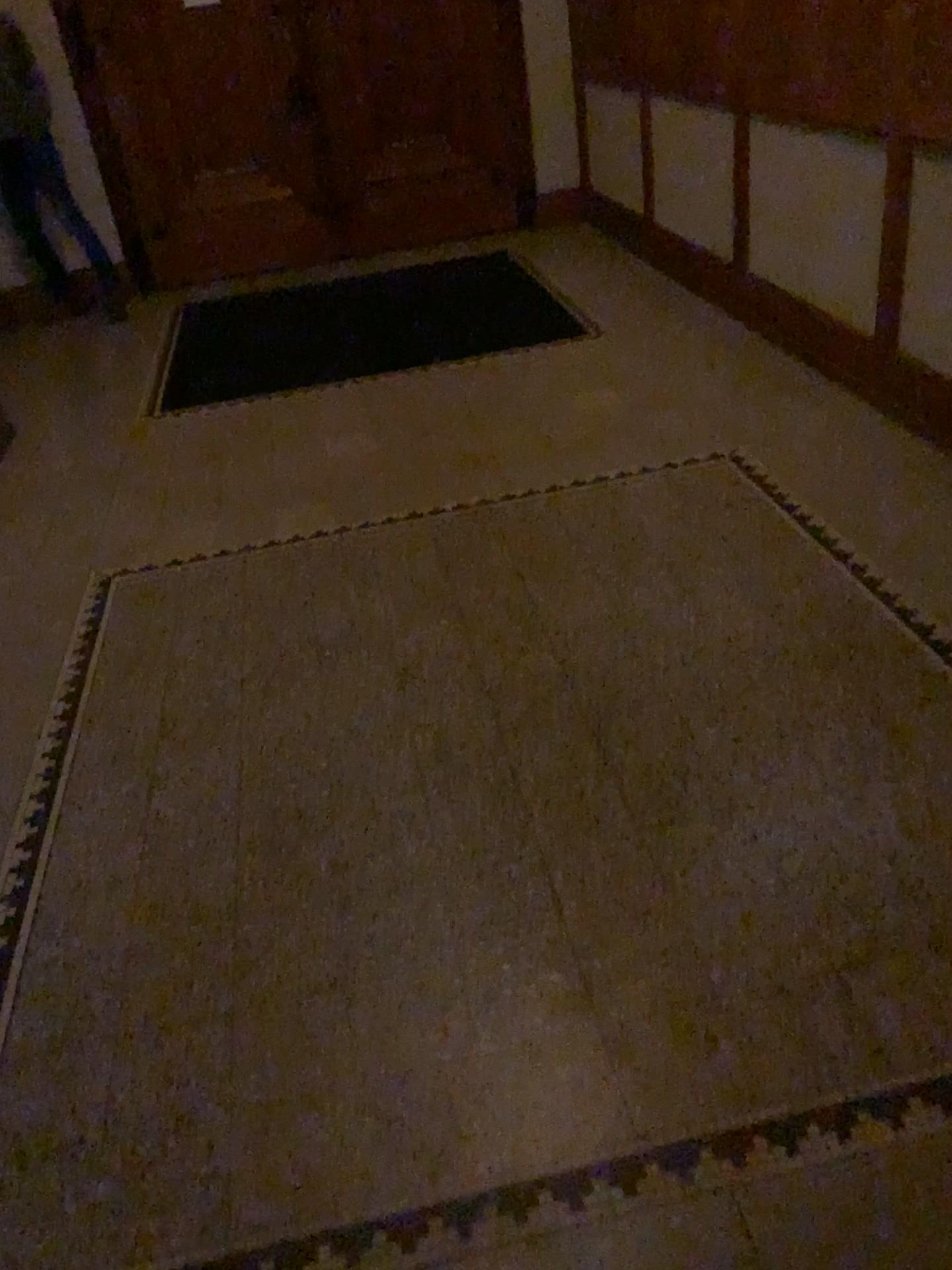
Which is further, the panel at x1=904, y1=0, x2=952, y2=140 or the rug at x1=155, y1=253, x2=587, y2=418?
the rug at x1=155, y1=253, x2=587, y2=418

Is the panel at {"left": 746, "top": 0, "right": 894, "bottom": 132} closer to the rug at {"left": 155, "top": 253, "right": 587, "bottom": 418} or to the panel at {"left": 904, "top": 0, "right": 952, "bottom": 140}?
the panel at {"left": 904, "top": 0, "right": 952, "bottom": 140}

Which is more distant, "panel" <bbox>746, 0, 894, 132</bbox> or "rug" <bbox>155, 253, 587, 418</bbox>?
"rug" <bbox>155, 253, 587, 418</bbox>

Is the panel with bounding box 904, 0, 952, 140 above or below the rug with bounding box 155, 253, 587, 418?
above

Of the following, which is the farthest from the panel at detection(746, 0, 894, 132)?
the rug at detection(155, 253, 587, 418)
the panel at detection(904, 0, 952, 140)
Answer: the rug at detection(155, 253, 587, 418)

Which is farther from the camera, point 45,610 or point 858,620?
point 45,610

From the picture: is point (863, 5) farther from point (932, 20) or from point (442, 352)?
point (442, 352)

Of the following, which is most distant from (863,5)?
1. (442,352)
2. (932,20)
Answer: (442,352)

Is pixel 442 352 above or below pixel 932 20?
below
